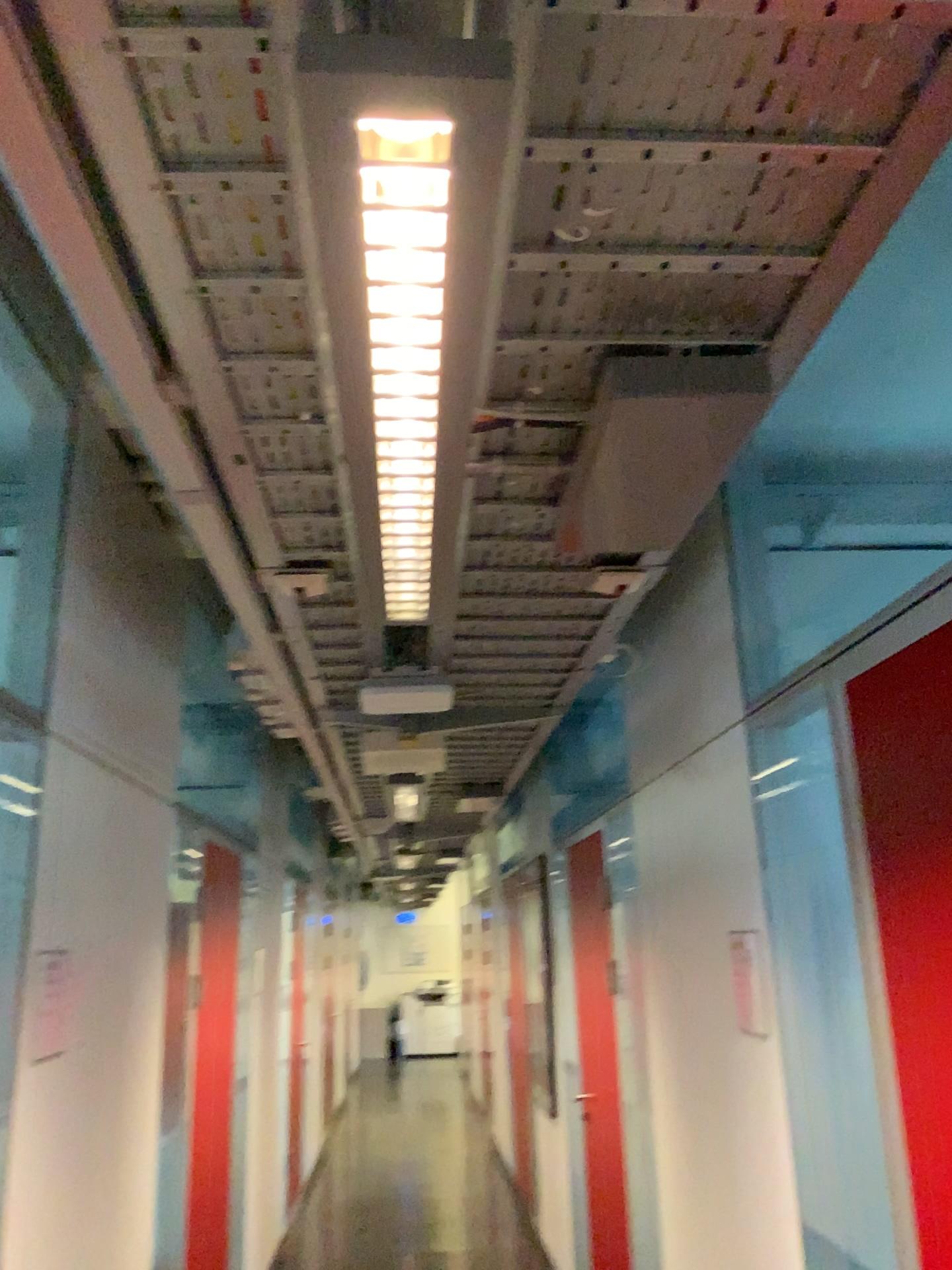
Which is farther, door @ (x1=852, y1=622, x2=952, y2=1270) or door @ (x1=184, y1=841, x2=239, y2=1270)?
door @ (x1=184, y1=841, x2=239, y2=1270)

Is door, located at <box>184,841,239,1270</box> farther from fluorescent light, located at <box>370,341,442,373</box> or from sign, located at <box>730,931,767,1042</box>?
fluorescent light, located at <box>370,341,442,373</box>

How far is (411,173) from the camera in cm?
83

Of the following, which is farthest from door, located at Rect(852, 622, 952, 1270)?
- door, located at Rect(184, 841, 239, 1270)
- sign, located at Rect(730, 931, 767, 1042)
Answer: door, located at Rect(184, 841, 239, 1270)

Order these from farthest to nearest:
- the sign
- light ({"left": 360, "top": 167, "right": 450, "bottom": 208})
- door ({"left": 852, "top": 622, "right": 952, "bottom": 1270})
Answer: the sign, door ({"left": 852, "top": 622, "right": 952, "bottom": 1270}), light ({"left": 360, "top": 167, "right": 450, "bottom": 208})

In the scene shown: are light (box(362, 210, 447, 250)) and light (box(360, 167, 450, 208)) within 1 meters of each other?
yes

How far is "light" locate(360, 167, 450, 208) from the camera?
0.83m

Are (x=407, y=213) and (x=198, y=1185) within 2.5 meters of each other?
no

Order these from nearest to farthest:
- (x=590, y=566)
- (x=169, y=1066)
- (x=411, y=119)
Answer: (x=411, y=119)
(x=590, y=566)
(x=169, y=1066)

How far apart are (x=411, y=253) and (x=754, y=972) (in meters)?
1.88
